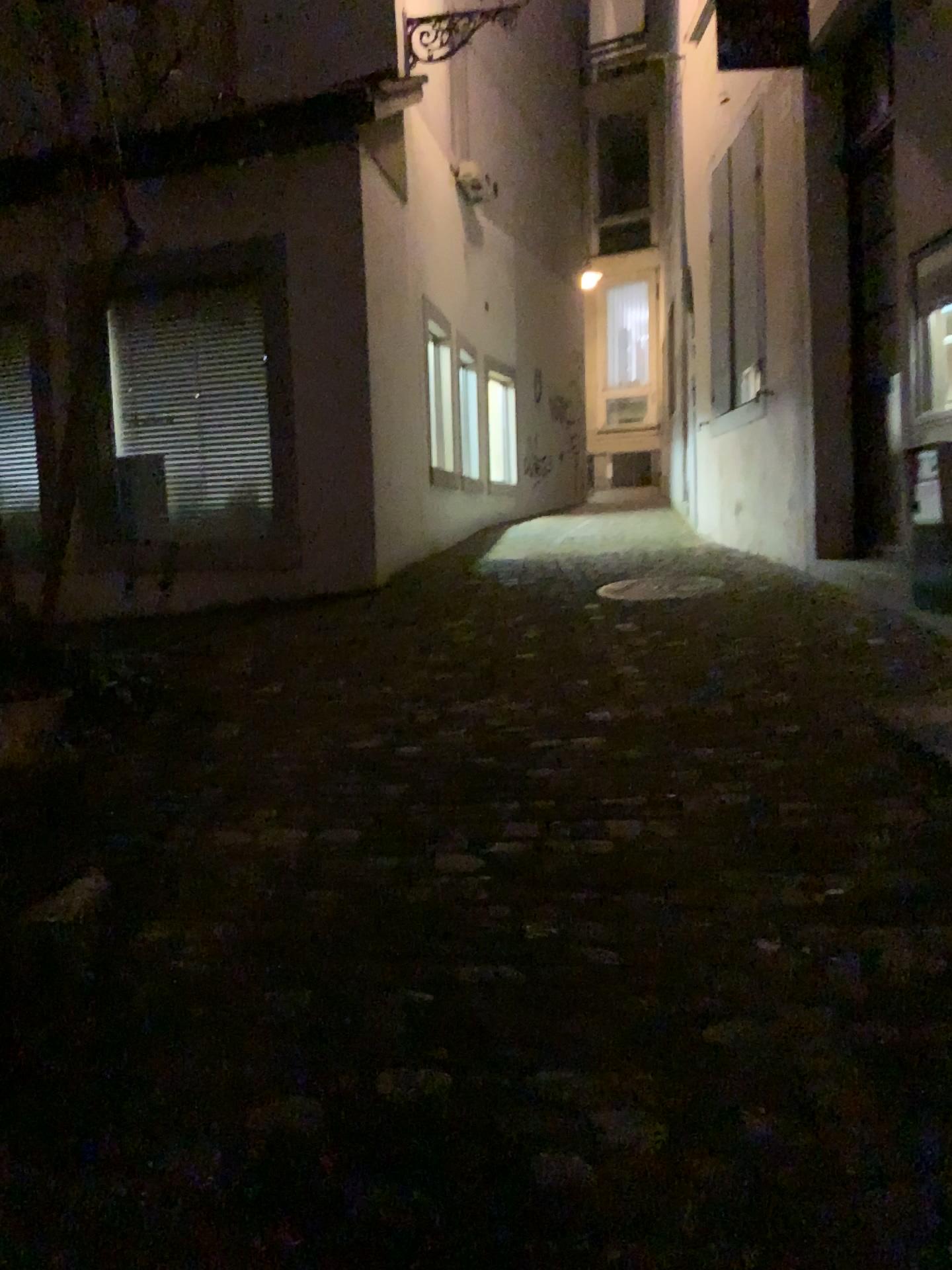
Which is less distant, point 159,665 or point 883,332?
point 159,665
